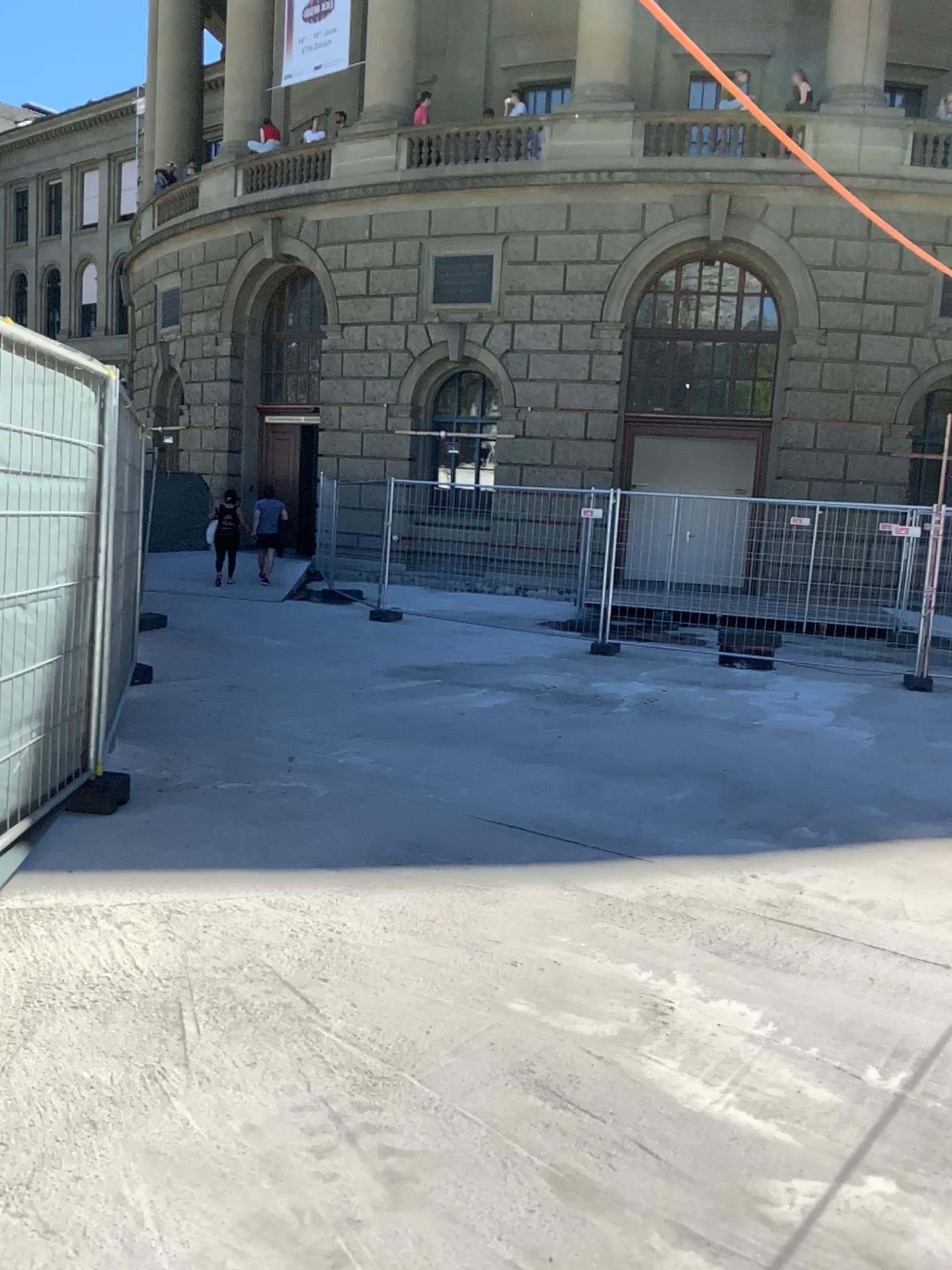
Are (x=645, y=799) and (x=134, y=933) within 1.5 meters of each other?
no
